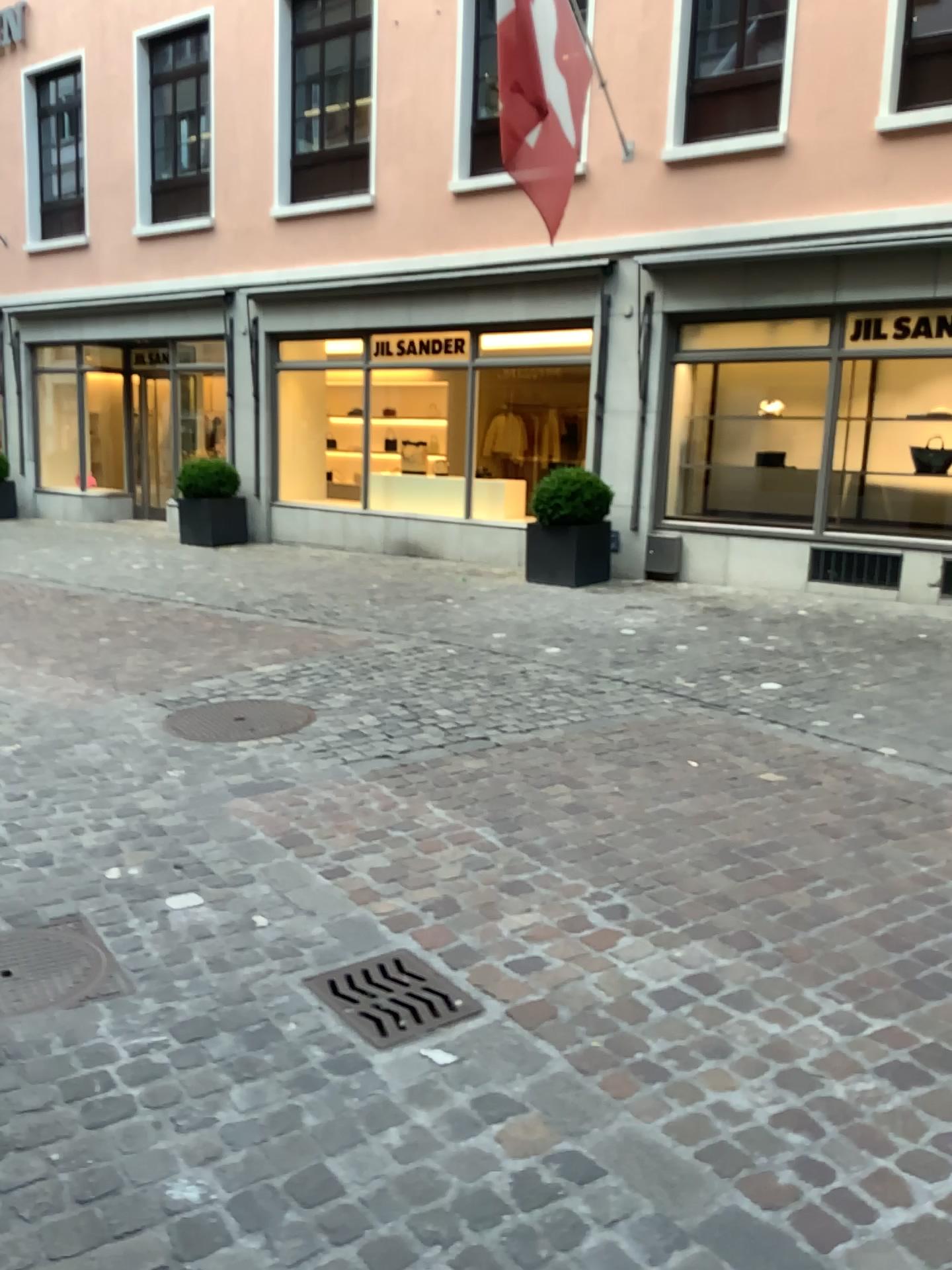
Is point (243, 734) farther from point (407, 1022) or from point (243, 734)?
point (407, 1022)

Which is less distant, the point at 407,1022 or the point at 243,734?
the point at 407,1022

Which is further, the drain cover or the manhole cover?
the manhole cover

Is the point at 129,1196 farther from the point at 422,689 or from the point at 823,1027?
the point at 422,689

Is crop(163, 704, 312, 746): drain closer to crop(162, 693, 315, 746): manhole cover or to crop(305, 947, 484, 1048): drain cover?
crop(162, 693, 315, 746): manhole cover

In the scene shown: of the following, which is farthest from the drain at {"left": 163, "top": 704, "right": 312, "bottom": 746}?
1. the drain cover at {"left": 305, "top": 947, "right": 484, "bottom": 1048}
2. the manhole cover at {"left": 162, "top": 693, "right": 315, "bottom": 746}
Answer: the drain cover at {"left": 305, "top": 947, "right": 484, "bottom": 1048}

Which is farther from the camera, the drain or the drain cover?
the drain

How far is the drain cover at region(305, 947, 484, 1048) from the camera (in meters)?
2.48

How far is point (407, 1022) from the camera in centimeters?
248cm
